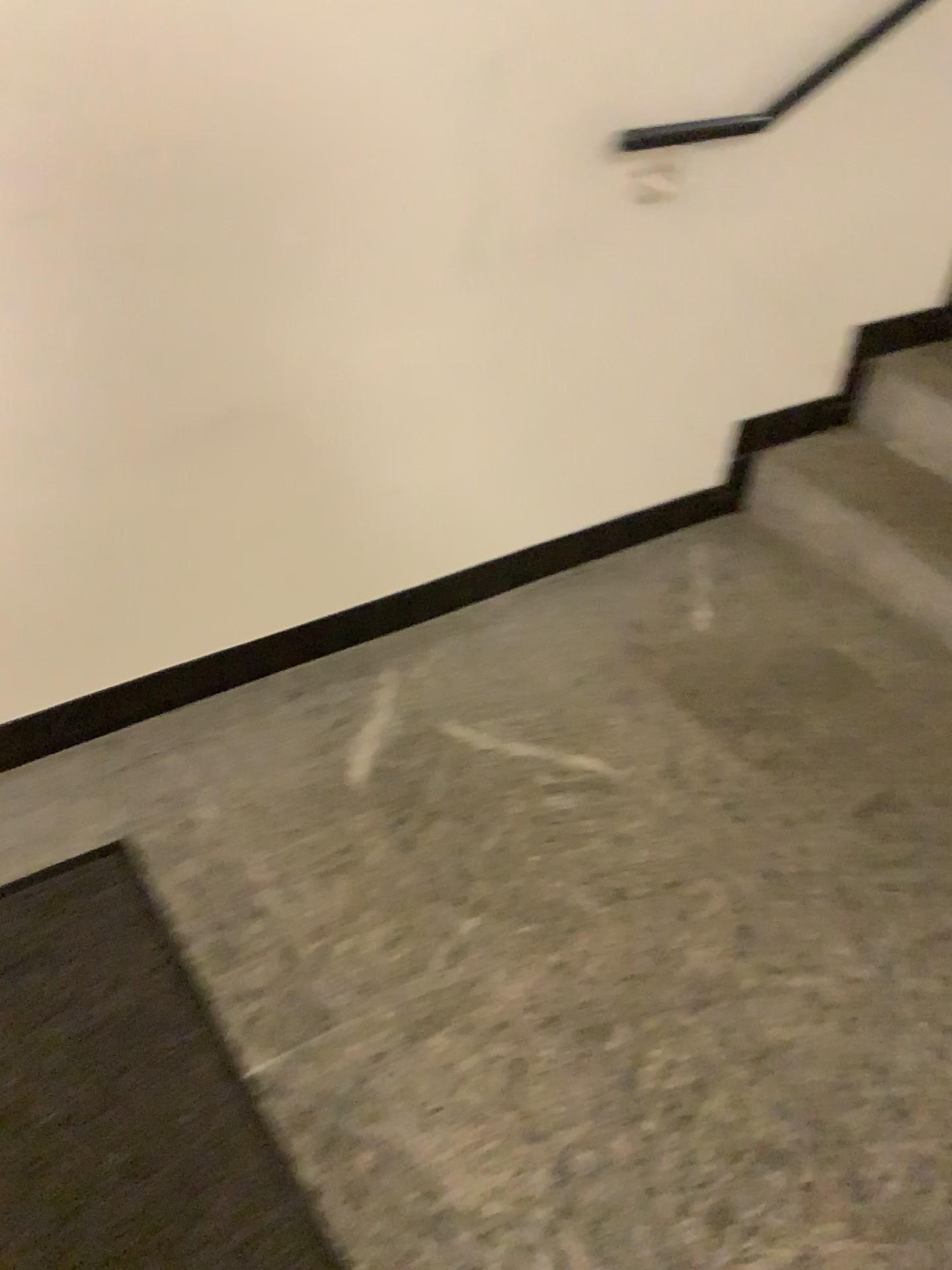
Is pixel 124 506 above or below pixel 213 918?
above

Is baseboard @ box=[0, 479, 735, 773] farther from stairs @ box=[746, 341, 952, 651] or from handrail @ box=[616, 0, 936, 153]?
handrail @ box=[616, 0, 936, 153]

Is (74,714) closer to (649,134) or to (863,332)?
(649,134)

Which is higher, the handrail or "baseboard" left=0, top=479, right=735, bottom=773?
the handrail

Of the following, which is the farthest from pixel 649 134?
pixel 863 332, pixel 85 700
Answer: pixel 85 700

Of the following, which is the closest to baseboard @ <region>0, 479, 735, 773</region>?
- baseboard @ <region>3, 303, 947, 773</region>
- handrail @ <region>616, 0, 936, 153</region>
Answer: baseboard @ <region>3, 303, 947, 773</region>

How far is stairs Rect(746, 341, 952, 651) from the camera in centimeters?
224cm

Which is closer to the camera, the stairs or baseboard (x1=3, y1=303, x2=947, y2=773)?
baseboard (x1=3, y1=303, x2=947, y2=773)

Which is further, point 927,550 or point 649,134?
point 927,550

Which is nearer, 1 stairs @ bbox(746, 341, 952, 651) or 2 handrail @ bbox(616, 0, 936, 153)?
2 handrail @ bbox(616, 0, 936, 153)
